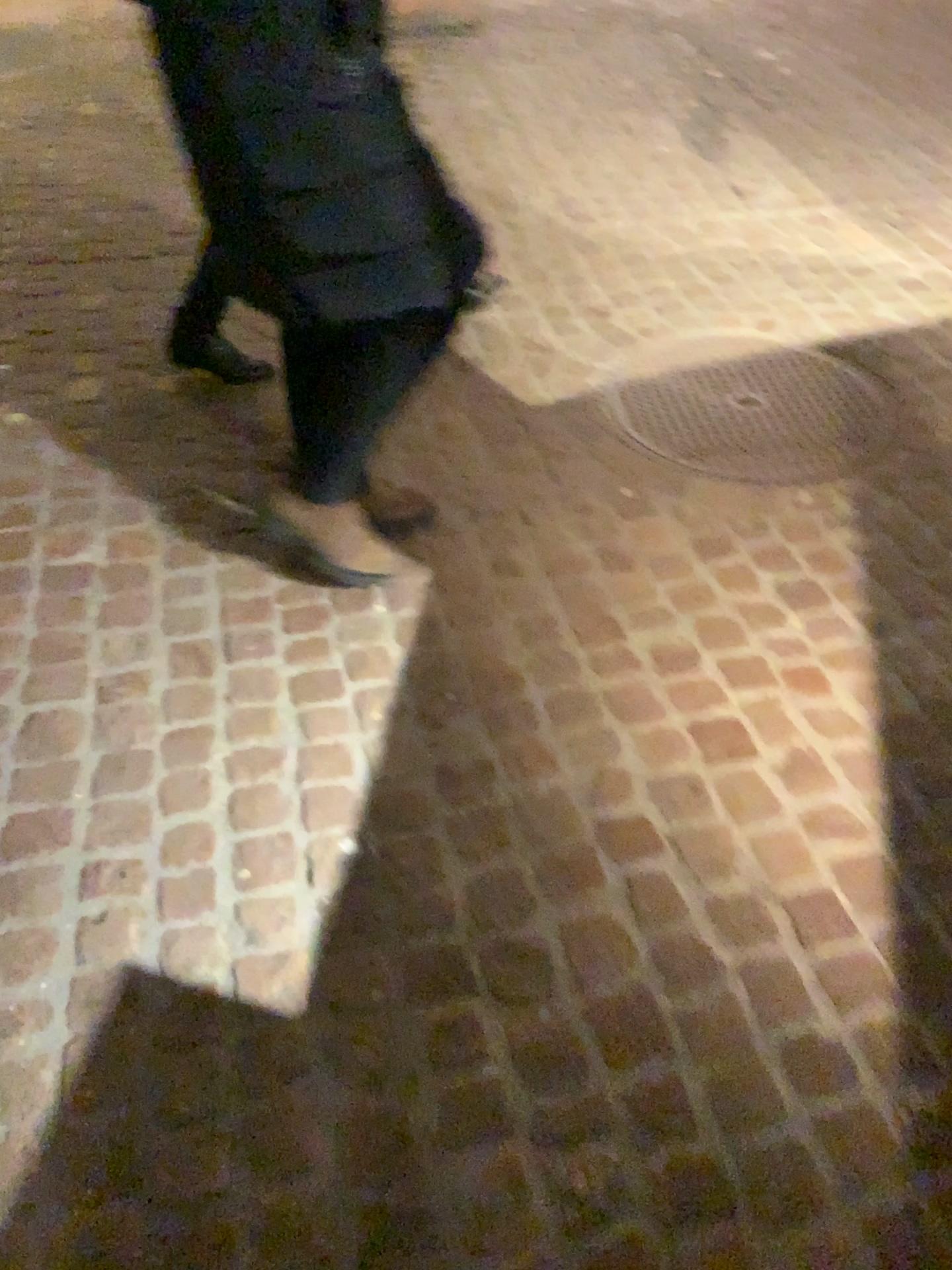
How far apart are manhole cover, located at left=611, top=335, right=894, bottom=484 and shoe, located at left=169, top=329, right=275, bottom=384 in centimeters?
90cm

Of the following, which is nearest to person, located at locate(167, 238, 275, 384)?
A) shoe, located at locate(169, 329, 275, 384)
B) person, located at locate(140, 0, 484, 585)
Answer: shoe, located at locate(169, 329, 275, 384)

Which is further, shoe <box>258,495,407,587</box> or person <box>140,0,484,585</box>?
shoe <box>258,495,407,587</box>

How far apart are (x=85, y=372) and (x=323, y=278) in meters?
1.4

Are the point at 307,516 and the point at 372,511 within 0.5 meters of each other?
yes

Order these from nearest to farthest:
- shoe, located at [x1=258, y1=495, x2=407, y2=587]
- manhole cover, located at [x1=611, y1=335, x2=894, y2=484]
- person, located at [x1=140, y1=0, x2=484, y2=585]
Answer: person, located at [x1=140, y1=0, x2=484, y2=585], shoe, located at [x1=258, y1=495, x2=407, y2=587], manhole cover, located at [x1=611, y1=335, x2=894, y2=484]

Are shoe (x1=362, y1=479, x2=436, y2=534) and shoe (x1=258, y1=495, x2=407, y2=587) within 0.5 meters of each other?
yes

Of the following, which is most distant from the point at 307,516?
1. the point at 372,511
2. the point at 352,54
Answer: the point at 352,54

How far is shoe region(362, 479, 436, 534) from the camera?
2.2 meters

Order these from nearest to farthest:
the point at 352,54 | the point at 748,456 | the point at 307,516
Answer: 1. the point at 352,54
2. the point at 307,516
3. the point at 748,456
